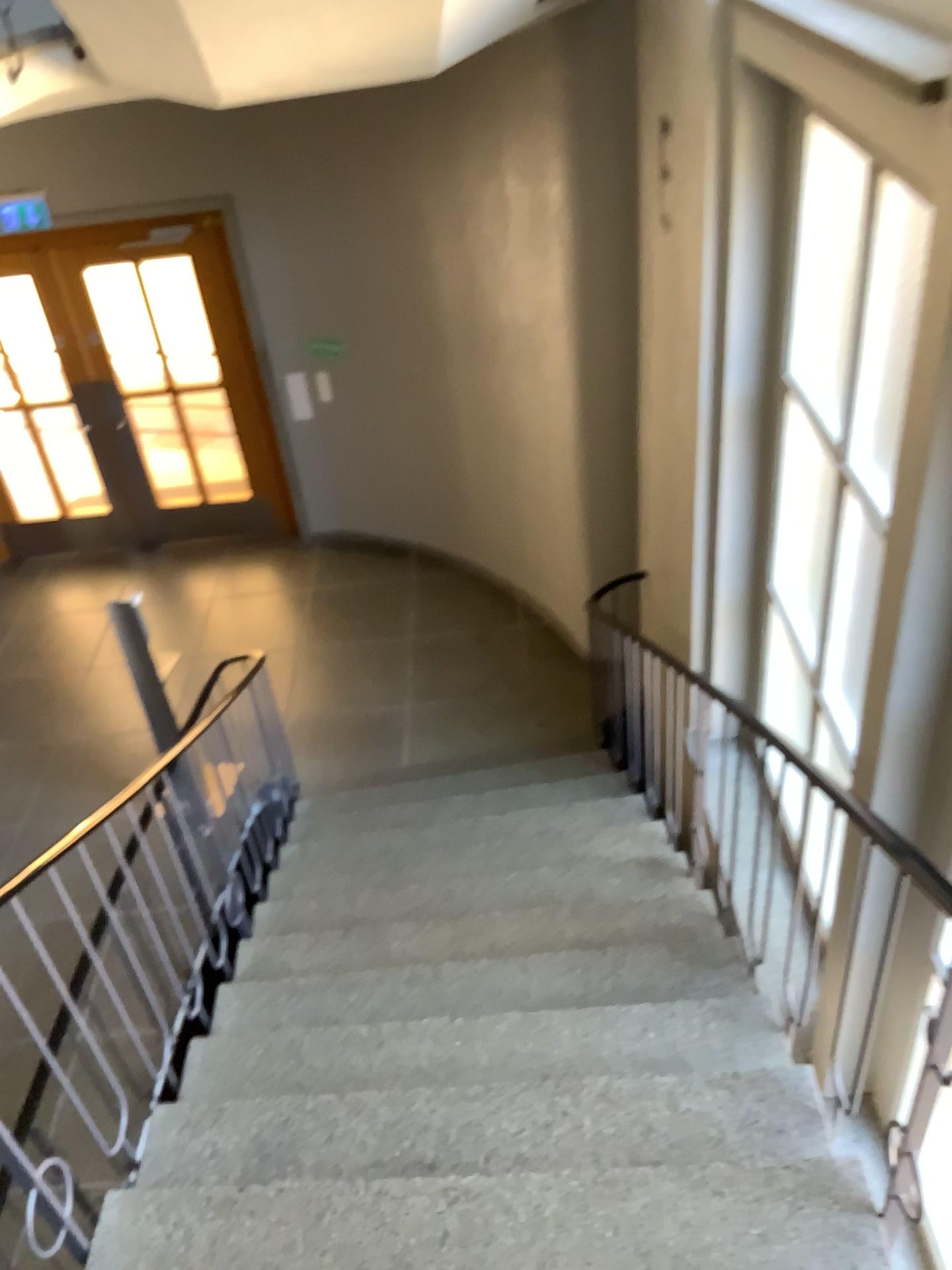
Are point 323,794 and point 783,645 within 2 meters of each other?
no
